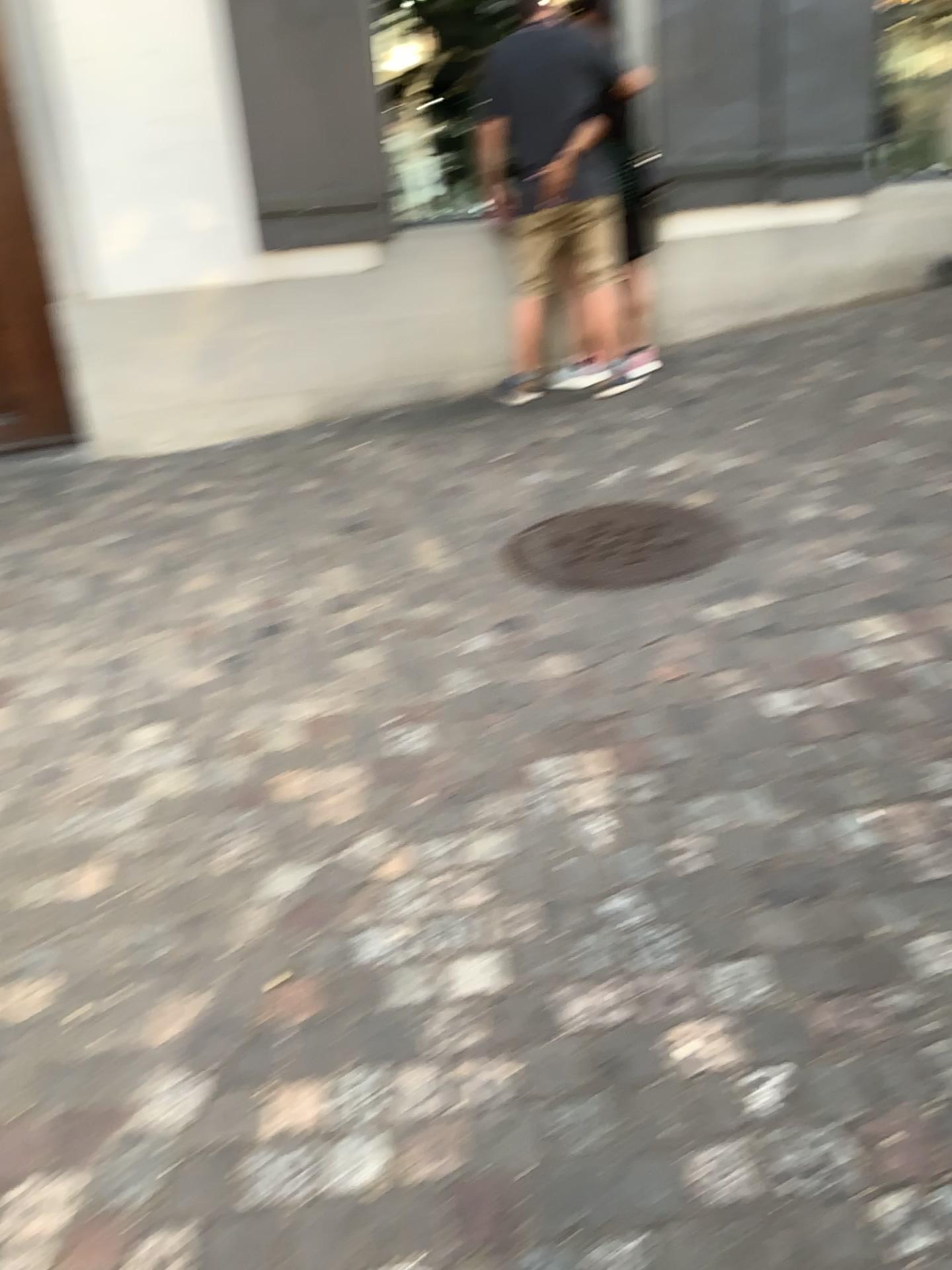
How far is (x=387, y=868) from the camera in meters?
2.1 m

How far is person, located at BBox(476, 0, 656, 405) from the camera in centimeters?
446cm

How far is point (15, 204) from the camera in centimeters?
434cm

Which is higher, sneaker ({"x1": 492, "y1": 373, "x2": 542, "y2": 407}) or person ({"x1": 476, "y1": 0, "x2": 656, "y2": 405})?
person ({"x1": 476, "y1": 0, "x2": 656, "y2": 405})

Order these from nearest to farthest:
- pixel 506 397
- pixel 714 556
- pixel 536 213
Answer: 1. pixel 714 556
2. pixel 536 213
3. pixel 506 397

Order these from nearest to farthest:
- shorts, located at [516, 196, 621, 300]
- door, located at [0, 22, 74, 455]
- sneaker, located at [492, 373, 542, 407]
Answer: door, located at [0, 22, 74, 455] < shorts, located at [516, 196, 621, 300] < sneaker, located at [492, 373, 542, 407]

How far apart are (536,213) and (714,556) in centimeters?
219cm

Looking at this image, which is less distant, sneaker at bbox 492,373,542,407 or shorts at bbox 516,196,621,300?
shorts at bbox 516,196,621,300

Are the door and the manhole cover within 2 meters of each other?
no

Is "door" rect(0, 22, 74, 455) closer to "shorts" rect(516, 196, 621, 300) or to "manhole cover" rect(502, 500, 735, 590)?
"shorts" rect(516, 196, 621, 300)
